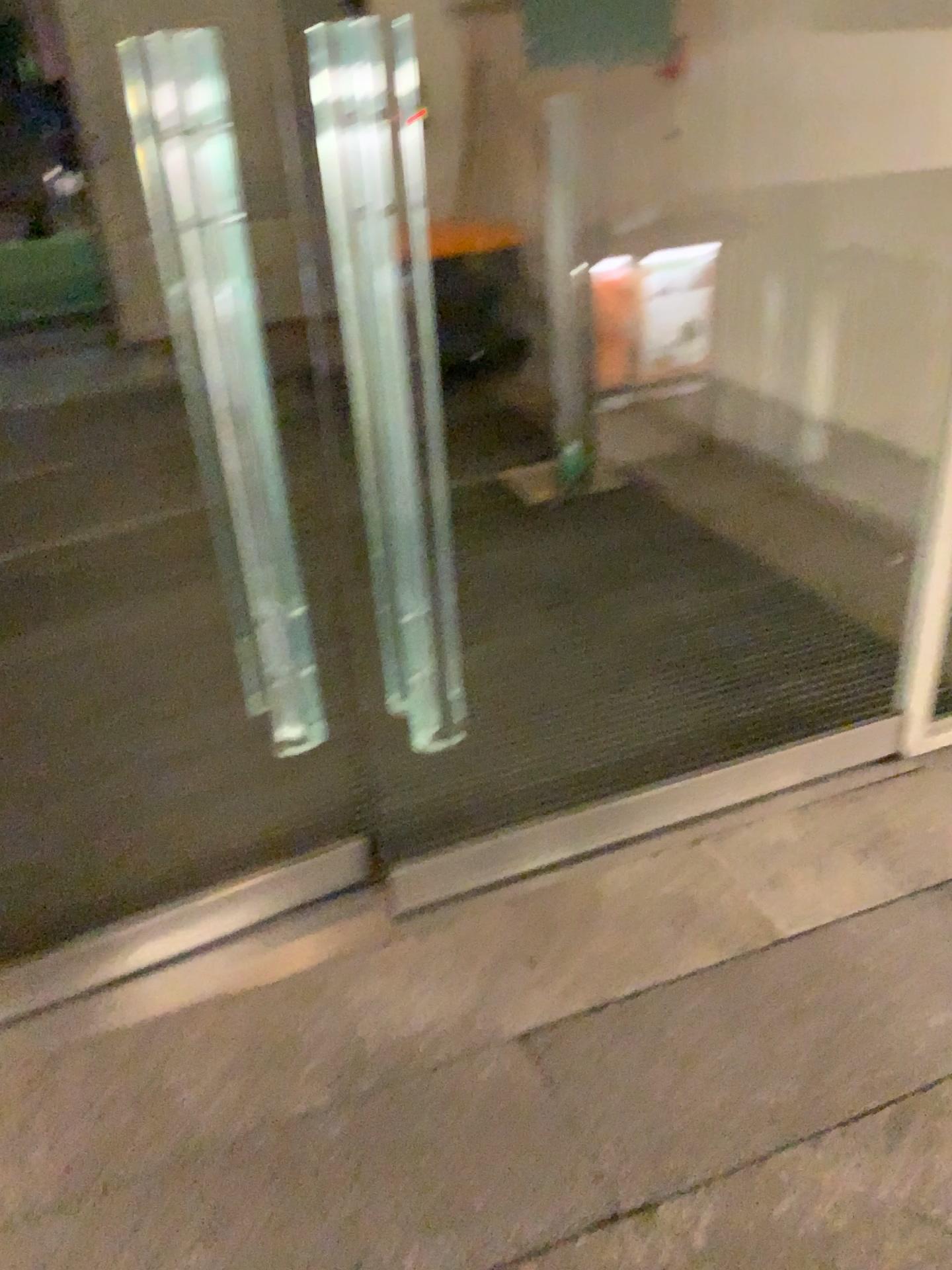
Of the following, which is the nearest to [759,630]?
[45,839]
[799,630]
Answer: [799,630]
